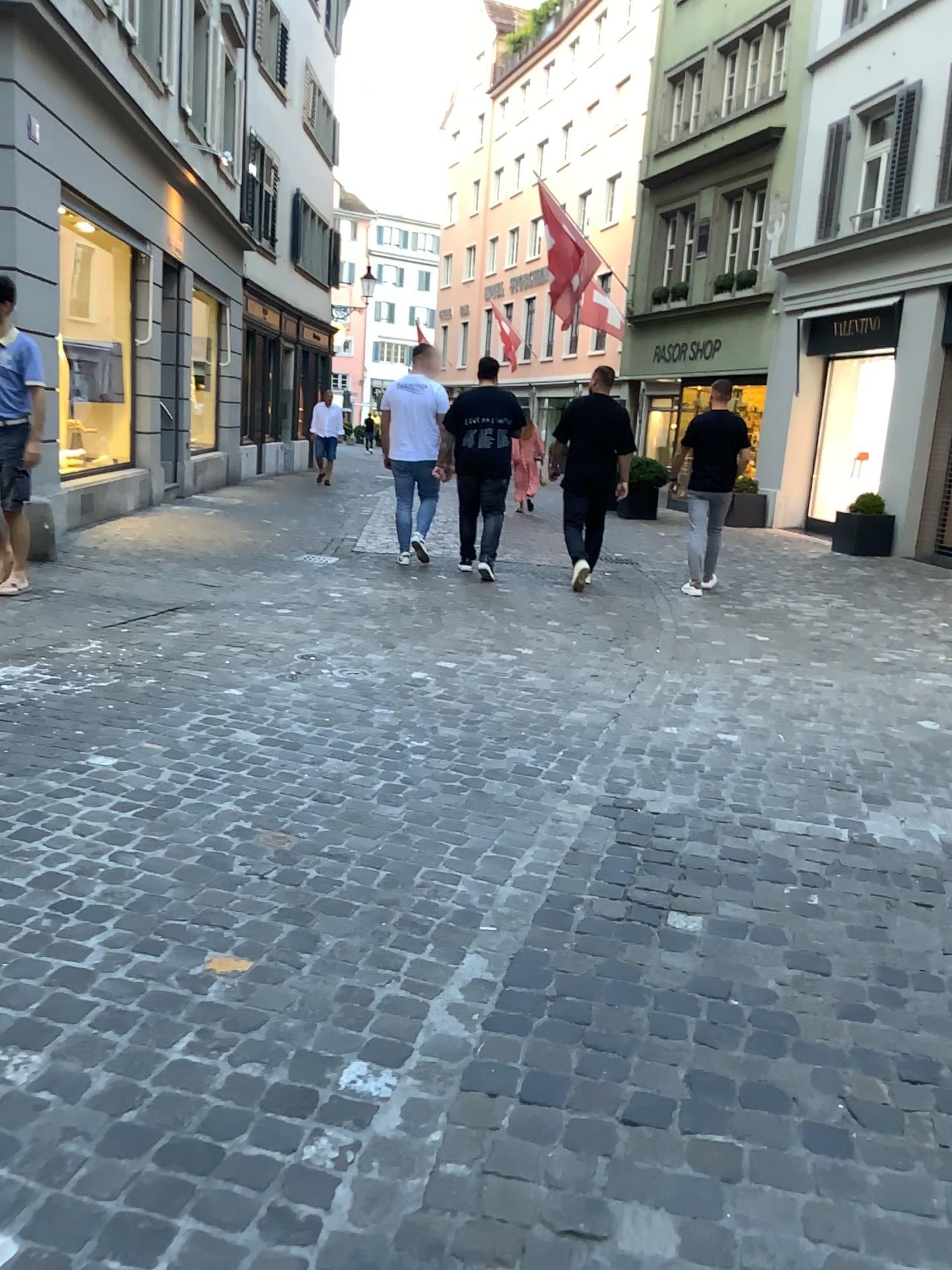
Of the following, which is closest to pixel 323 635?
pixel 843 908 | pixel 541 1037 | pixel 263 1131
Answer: pixel 843 908
